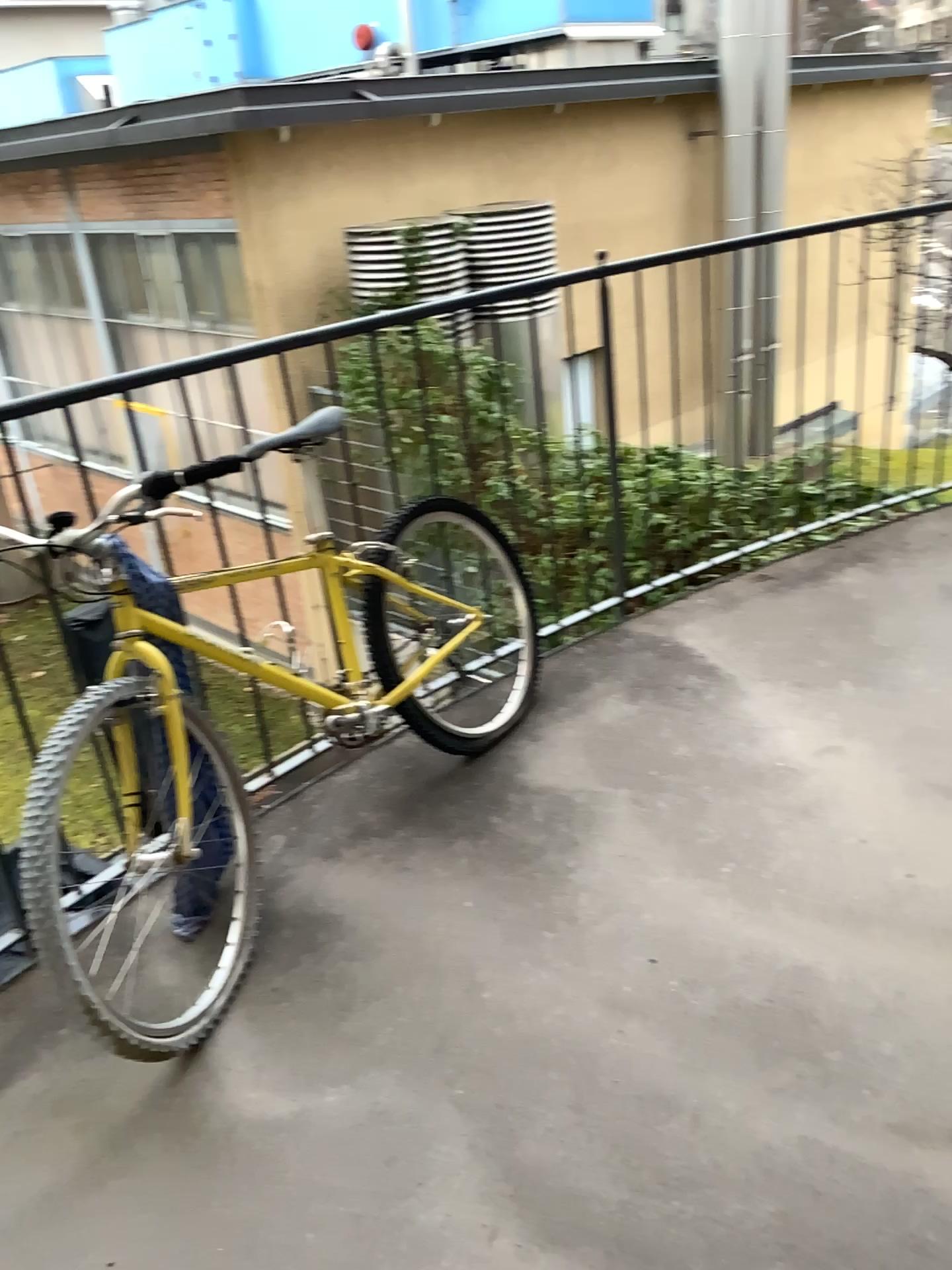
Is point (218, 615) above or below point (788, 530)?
above

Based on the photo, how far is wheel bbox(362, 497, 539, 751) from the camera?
2.58m

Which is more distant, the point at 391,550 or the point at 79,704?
the point at 391,550

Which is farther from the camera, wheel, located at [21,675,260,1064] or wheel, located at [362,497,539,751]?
wheel, located at [362,497,539,751]

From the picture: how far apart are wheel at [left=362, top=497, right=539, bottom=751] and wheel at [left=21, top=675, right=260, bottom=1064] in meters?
0.5

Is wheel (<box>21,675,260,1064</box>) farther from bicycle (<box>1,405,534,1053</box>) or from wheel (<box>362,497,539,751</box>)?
wheel (<box>362,497,539,751</box>)

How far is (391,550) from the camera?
2.6 meters

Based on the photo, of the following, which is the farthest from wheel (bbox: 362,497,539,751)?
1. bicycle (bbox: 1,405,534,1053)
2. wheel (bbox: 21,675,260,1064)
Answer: wheel (bbox: 21,675,260,1064)

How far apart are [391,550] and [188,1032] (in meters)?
1.22
